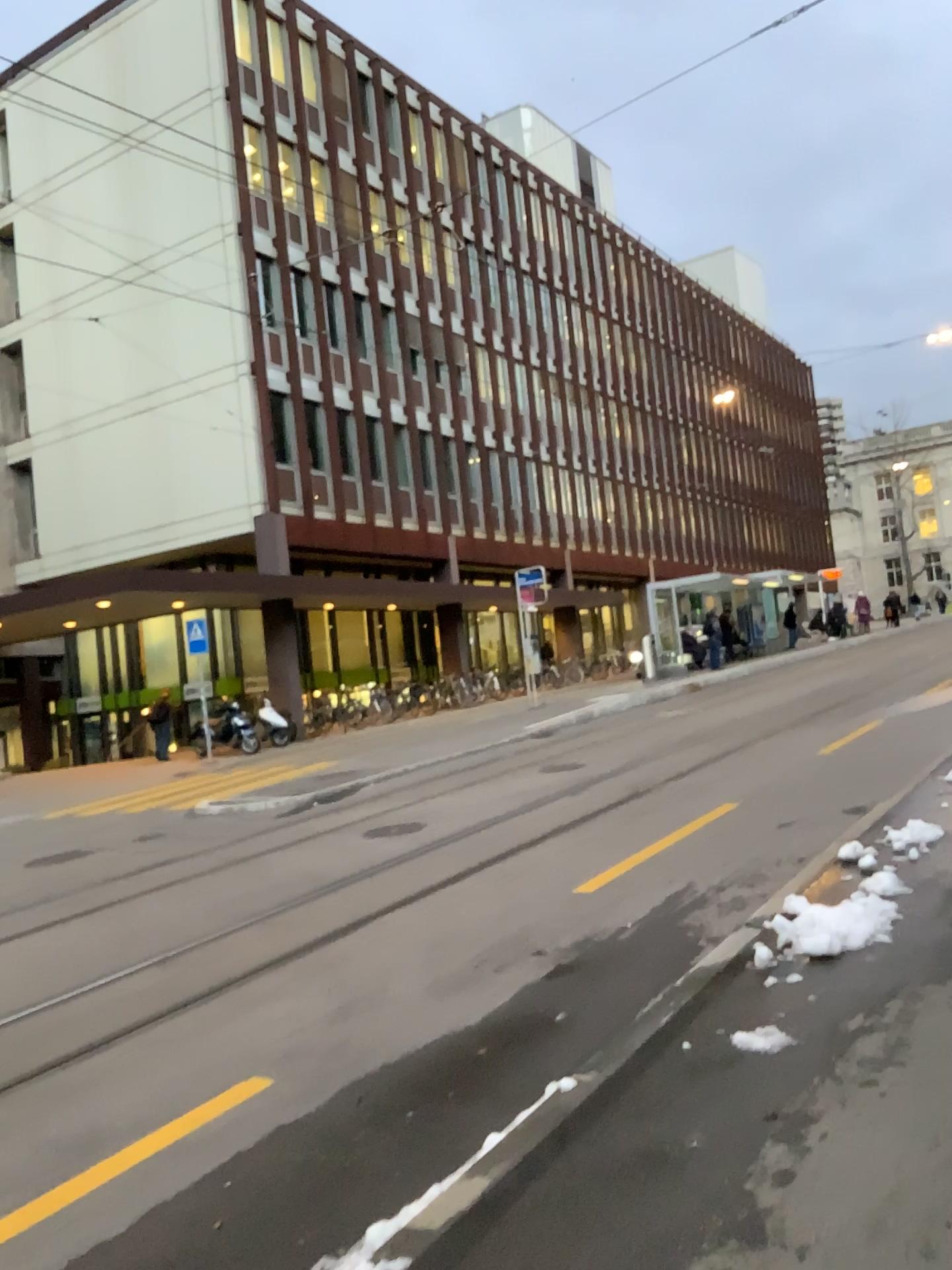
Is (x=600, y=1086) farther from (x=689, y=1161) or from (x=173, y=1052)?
(x=173, y=1052)
